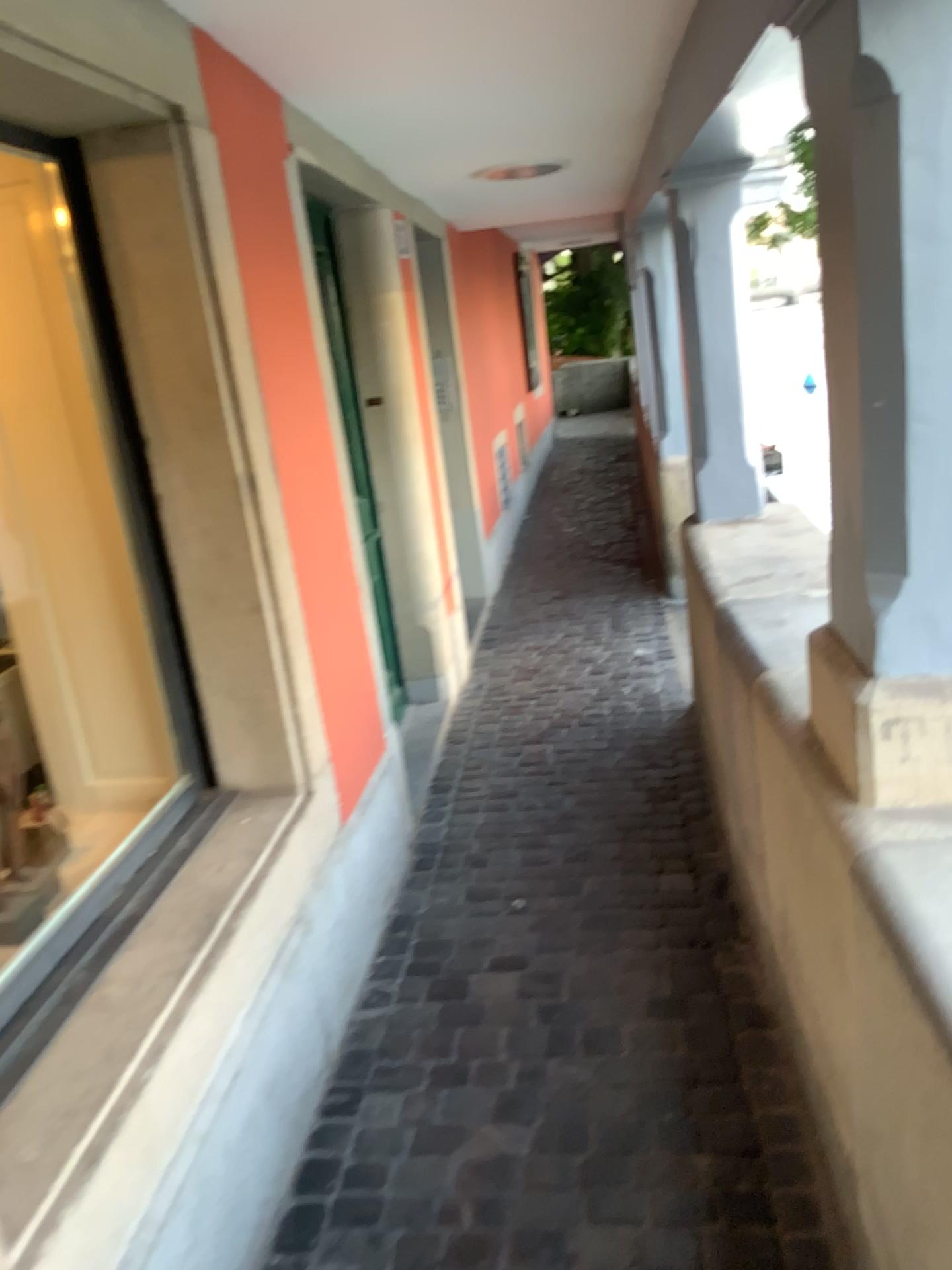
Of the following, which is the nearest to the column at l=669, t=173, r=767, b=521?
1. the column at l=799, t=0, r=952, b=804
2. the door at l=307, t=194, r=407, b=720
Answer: the door at l=307, t=194, r=407, b=720

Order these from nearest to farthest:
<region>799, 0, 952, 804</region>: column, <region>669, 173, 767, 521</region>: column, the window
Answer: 1. <region>799, 0, 952, 804</region>: column
2. the window
3. <region>669, 173, 767, 521</region>: column

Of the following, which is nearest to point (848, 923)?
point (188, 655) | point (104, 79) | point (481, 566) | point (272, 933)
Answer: point (272, 933)

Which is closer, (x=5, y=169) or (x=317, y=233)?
(x=5, y=169)

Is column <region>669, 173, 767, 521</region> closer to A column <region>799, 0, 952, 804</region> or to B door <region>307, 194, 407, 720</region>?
B door <region>307, 194, 407, 720</region>

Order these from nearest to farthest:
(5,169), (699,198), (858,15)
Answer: (858,15), (5,169), (699,198)

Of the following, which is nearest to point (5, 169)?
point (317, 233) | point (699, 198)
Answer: point (317, 233)

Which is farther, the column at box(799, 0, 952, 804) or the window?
the window

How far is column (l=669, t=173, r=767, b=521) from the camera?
3.3 meters

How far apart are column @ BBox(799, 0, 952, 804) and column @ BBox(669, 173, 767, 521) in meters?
2.0
